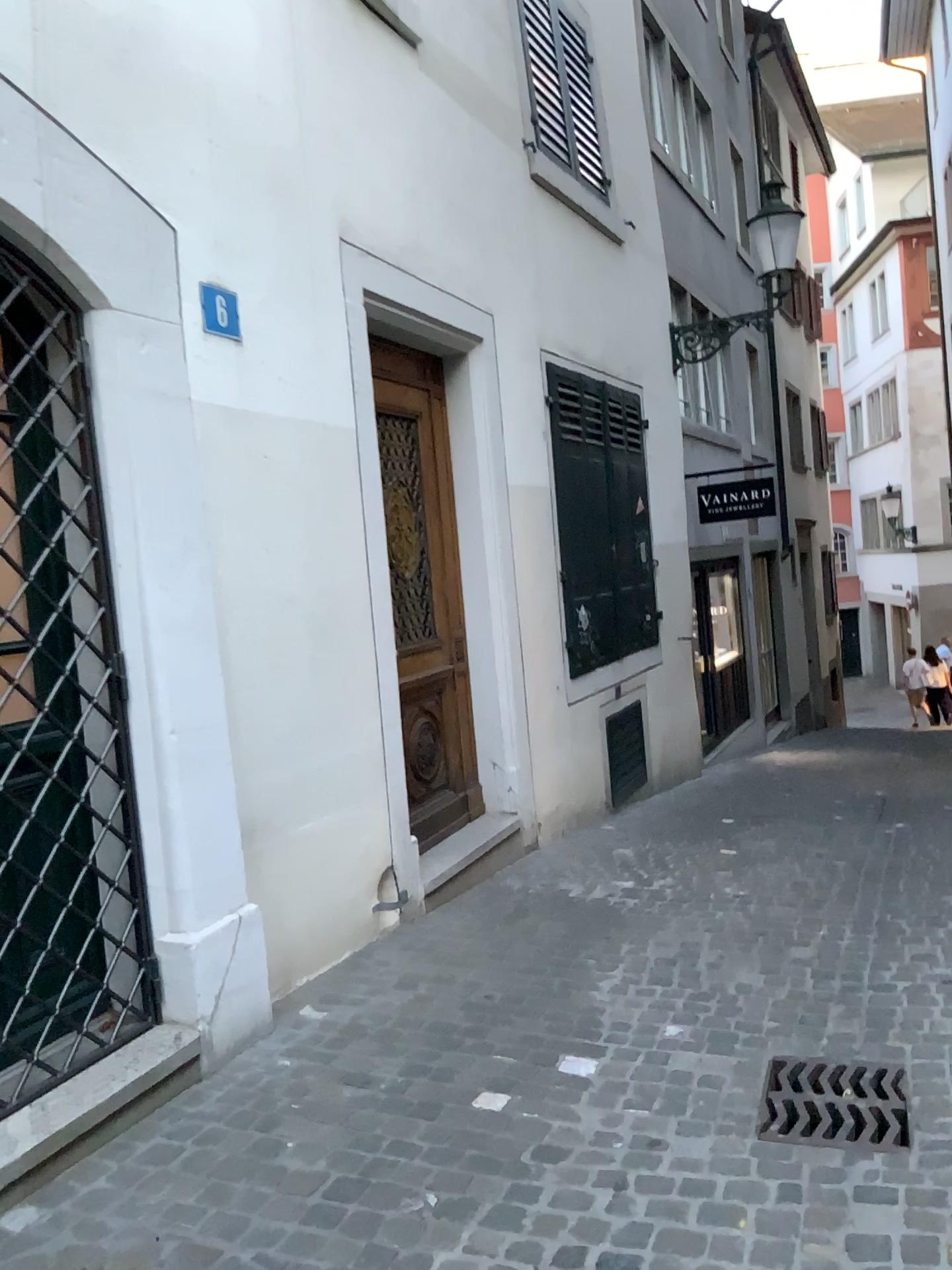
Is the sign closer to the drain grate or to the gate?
the gate

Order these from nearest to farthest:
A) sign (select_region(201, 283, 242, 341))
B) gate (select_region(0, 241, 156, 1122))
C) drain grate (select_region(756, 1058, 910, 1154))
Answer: drain grate (select_region(756, 1058, 910, 1154)), gate (select_region(0, 241, 156, 1122)), sign (select_region(201, 283, 242, 341))

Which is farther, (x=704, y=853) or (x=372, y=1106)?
(x=704, y=853)

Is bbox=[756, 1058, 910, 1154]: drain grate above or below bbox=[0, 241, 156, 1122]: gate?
below

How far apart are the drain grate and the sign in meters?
2.9

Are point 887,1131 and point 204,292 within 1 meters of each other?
no

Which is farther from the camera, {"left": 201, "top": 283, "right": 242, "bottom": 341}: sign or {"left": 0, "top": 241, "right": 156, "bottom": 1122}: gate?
{"left": 201, "top": 283, "right": 242, "bottom": 341}: sign

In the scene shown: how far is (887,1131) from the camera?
2.69m

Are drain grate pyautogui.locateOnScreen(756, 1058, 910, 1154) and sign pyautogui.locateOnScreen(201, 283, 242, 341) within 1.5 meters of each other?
no

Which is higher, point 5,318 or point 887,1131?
point 5,318
